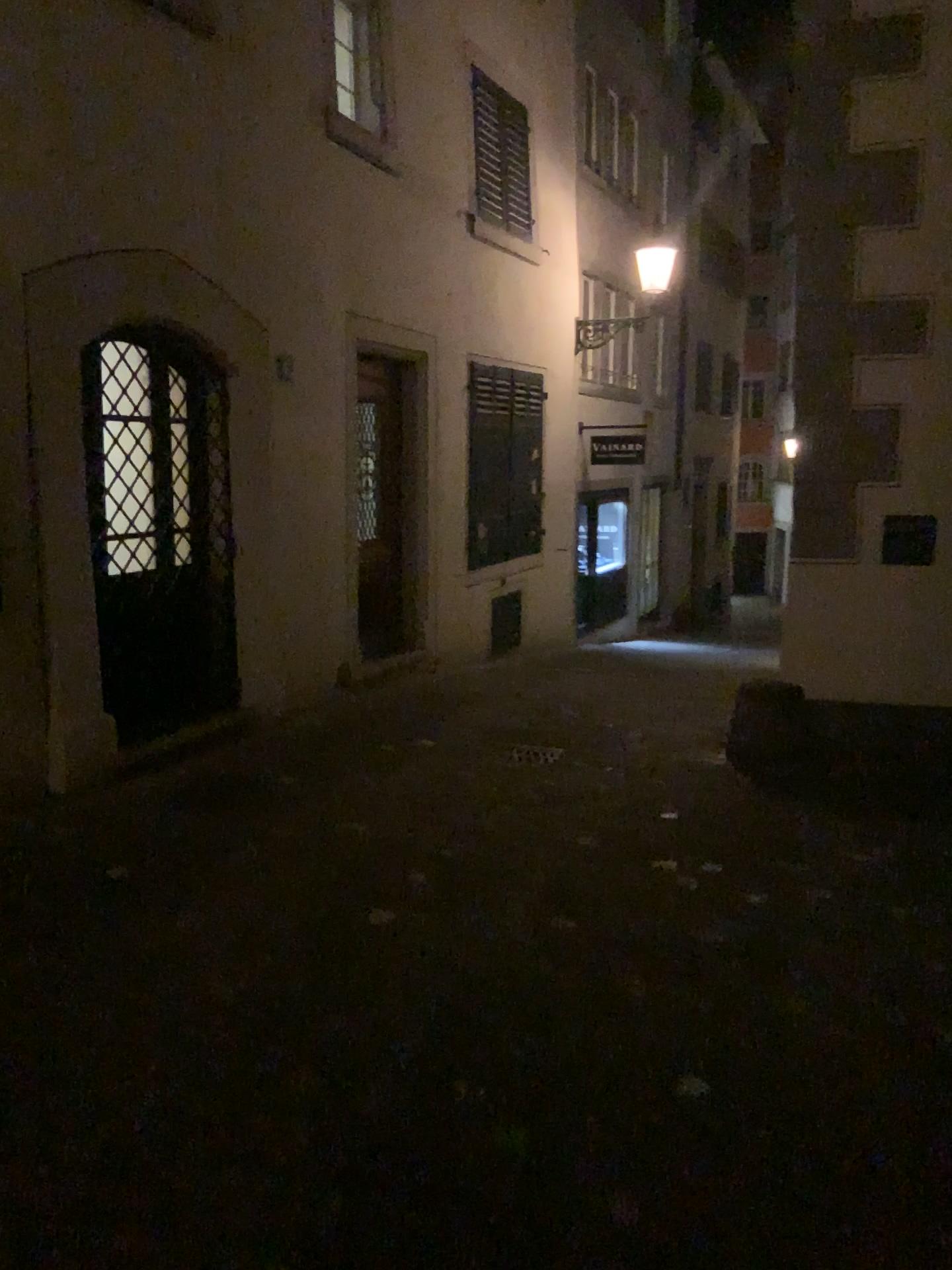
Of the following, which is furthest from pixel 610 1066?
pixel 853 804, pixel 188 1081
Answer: pixel 853 804
